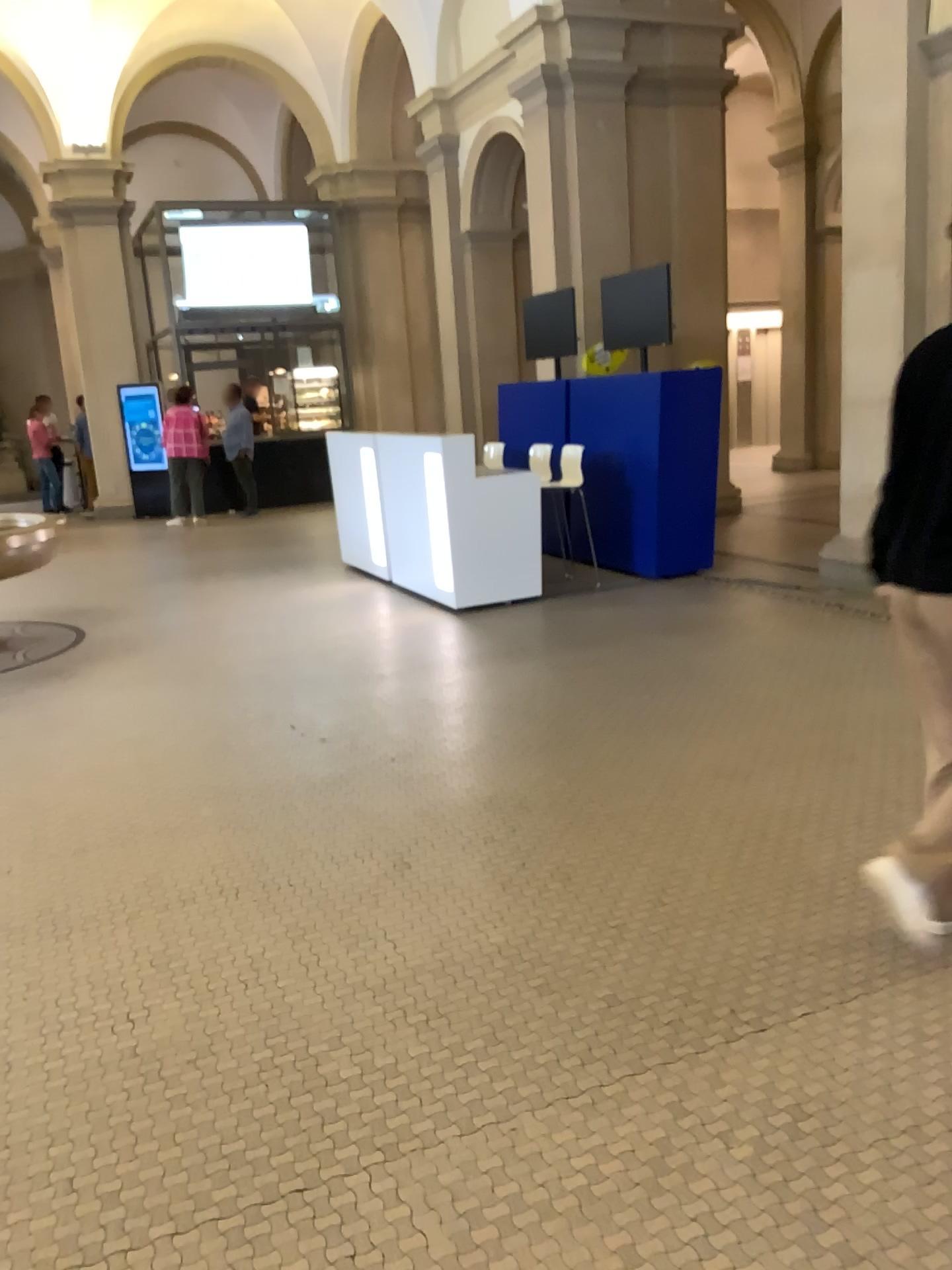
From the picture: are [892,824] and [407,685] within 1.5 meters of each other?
no
